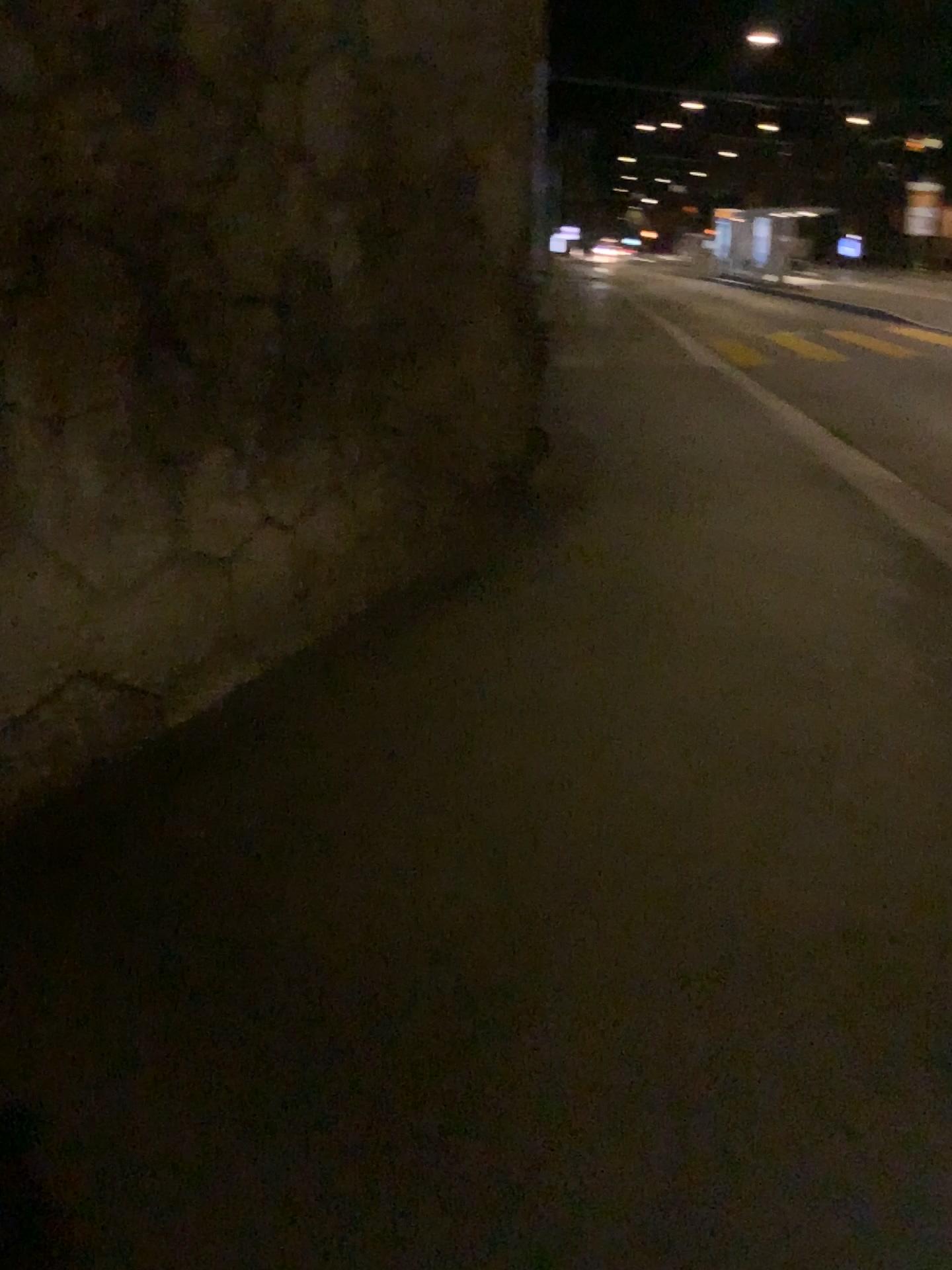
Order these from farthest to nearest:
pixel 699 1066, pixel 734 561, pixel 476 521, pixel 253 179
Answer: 1. pixel 476 521
2. pixel 734 561
3. pixel 253 179
4. pixel 699 1066
